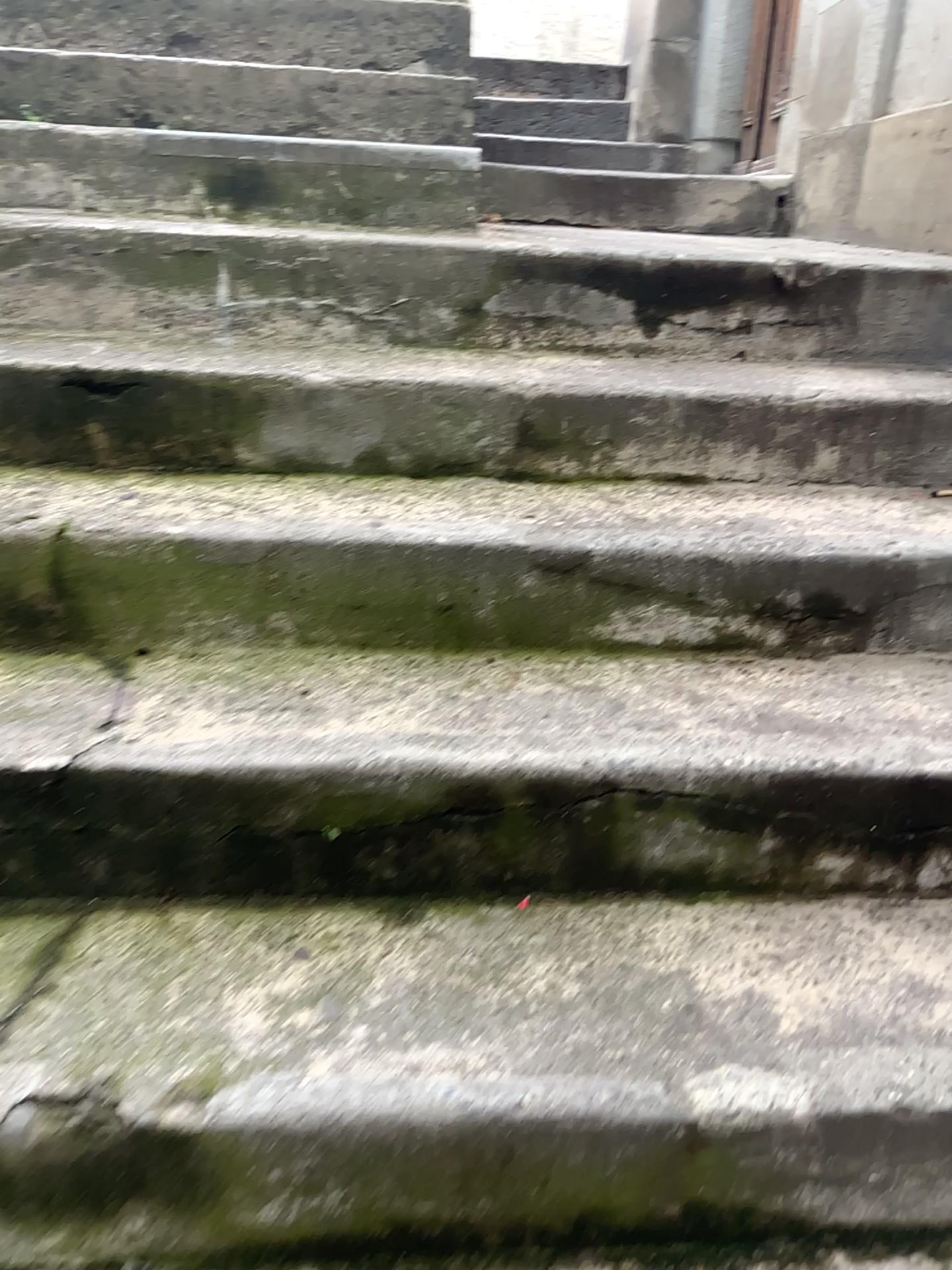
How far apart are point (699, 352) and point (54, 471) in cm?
104

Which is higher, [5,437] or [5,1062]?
[5,437]

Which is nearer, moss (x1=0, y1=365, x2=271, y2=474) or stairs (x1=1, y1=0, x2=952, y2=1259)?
stairs (x1=1, y1=0, x2=952, y2=1259)

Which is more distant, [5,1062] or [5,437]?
[5,437]
